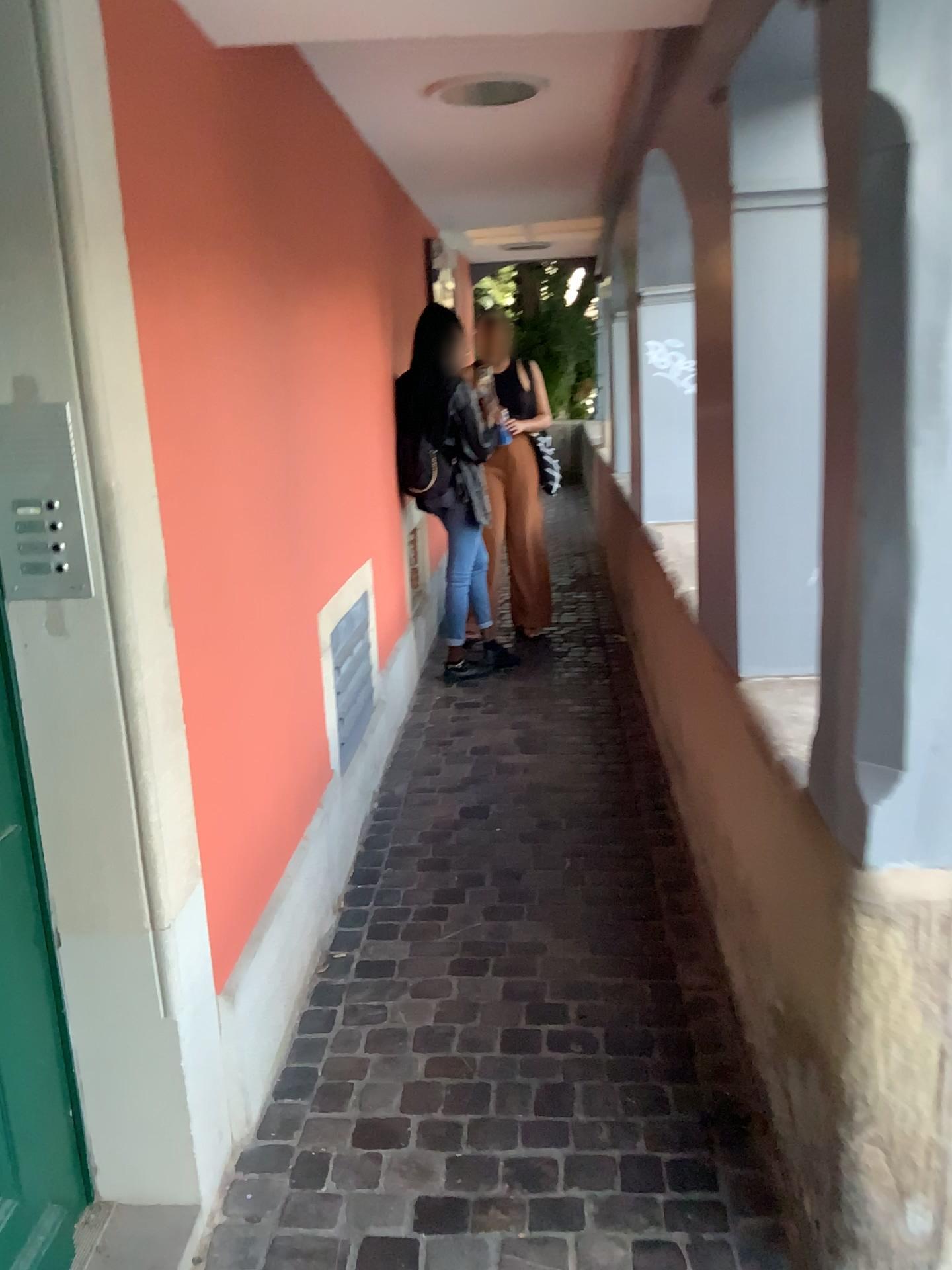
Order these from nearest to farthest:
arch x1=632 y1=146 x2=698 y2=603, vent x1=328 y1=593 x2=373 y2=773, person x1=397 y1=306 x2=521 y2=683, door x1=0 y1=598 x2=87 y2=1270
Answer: door x1=0 y1=598 x2=87 y2=1270 < vent x1=328 y1=593 x2=373 y2=773 < arch x1=632 y1=146 x2=698 y2=603 < person x1=397 y1=306 x2=521 y2=683

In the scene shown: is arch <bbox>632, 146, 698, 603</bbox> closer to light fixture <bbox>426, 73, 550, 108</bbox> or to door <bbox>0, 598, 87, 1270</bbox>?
light fixture <bbox>426, 73, 550, 108</bbox>

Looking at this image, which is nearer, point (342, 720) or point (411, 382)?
point (342, 720)

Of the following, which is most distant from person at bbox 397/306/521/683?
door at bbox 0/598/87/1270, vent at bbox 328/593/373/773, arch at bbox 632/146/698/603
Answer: door at bbox 0/598/87/1270

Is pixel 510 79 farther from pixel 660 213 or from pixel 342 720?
pixel 342 720

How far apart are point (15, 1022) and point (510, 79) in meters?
2.8

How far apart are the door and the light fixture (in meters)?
2.40

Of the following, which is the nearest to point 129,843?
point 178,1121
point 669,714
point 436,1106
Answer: point 178,1121

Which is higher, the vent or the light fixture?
the light fixture

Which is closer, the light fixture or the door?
the door
